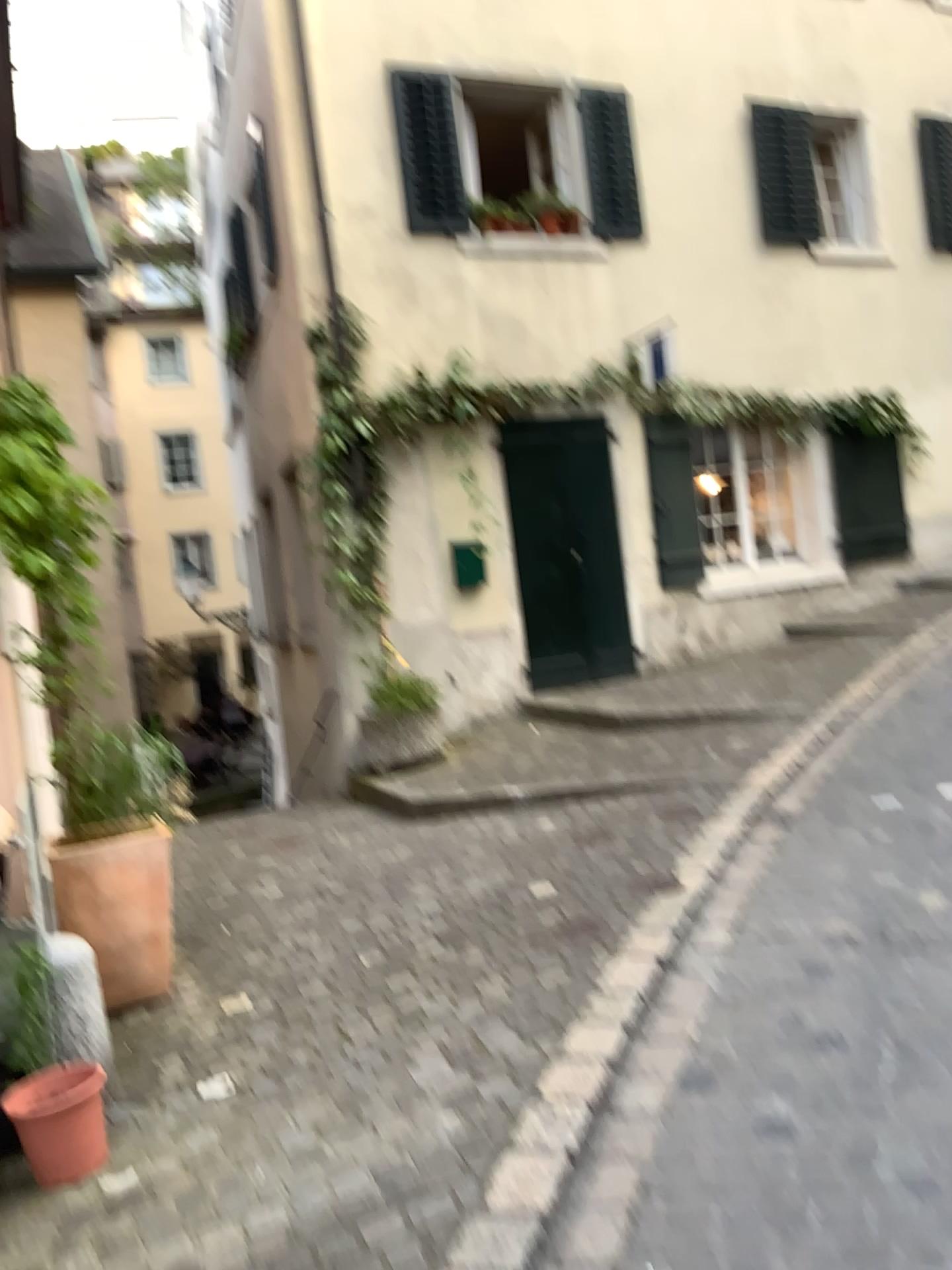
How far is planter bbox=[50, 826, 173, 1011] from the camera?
3.8 meters

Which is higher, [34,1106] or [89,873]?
[89,873]

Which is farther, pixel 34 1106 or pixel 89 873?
pixel 89 873

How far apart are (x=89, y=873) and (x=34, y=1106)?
1.2 meters

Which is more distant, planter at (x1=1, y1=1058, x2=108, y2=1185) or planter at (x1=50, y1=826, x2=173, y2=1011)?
planter at (x1=50, y1=826, x2=173, y2=1011)

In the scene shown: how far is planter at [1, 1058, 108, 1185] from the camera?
2.72m

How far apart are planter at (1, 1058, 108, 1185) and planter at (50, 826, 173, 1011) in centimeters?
104cm

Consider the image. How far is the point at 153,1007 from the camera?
Result: 3.89m
